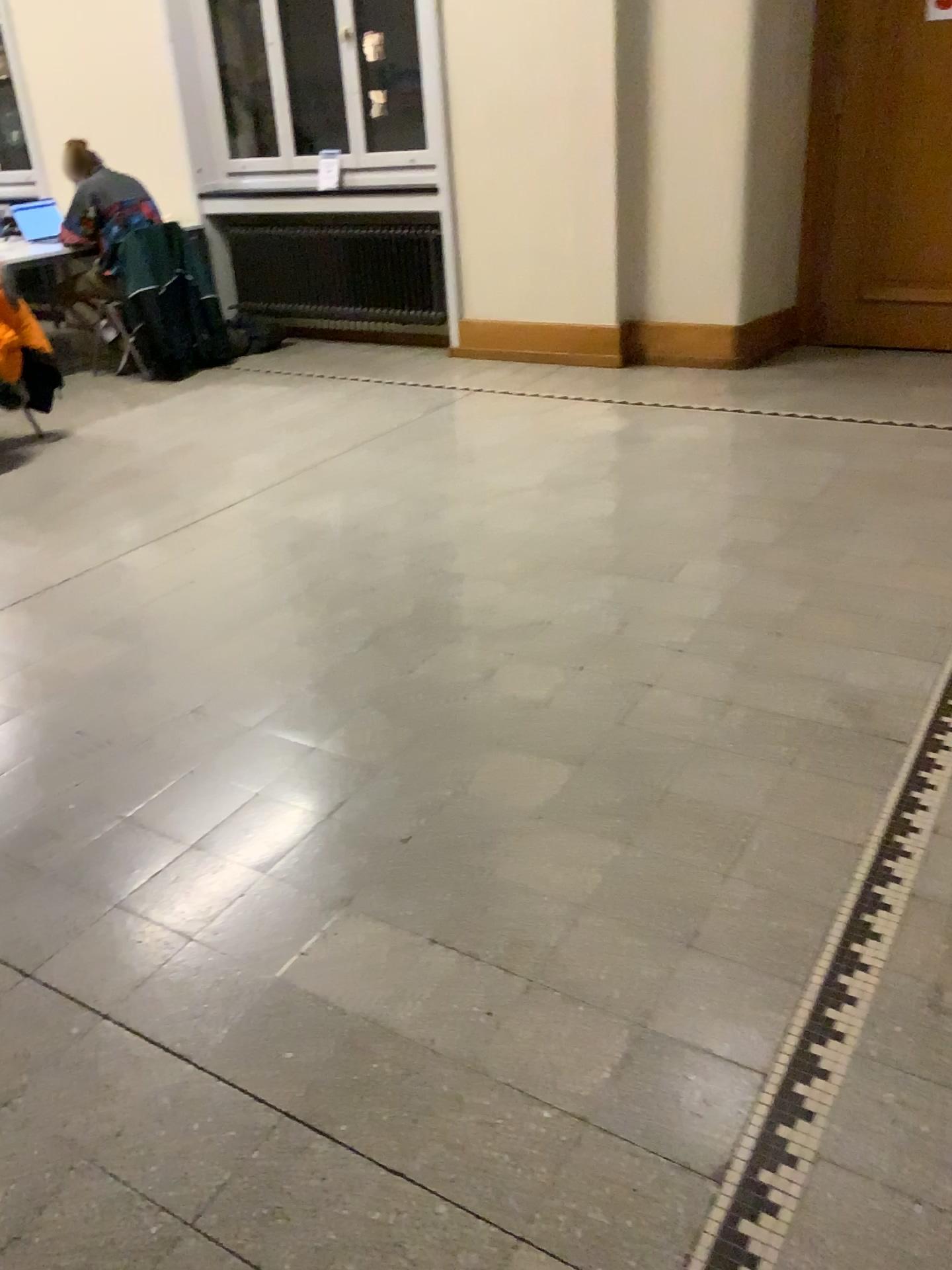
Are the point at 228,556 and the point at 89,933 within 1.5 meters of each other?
no
